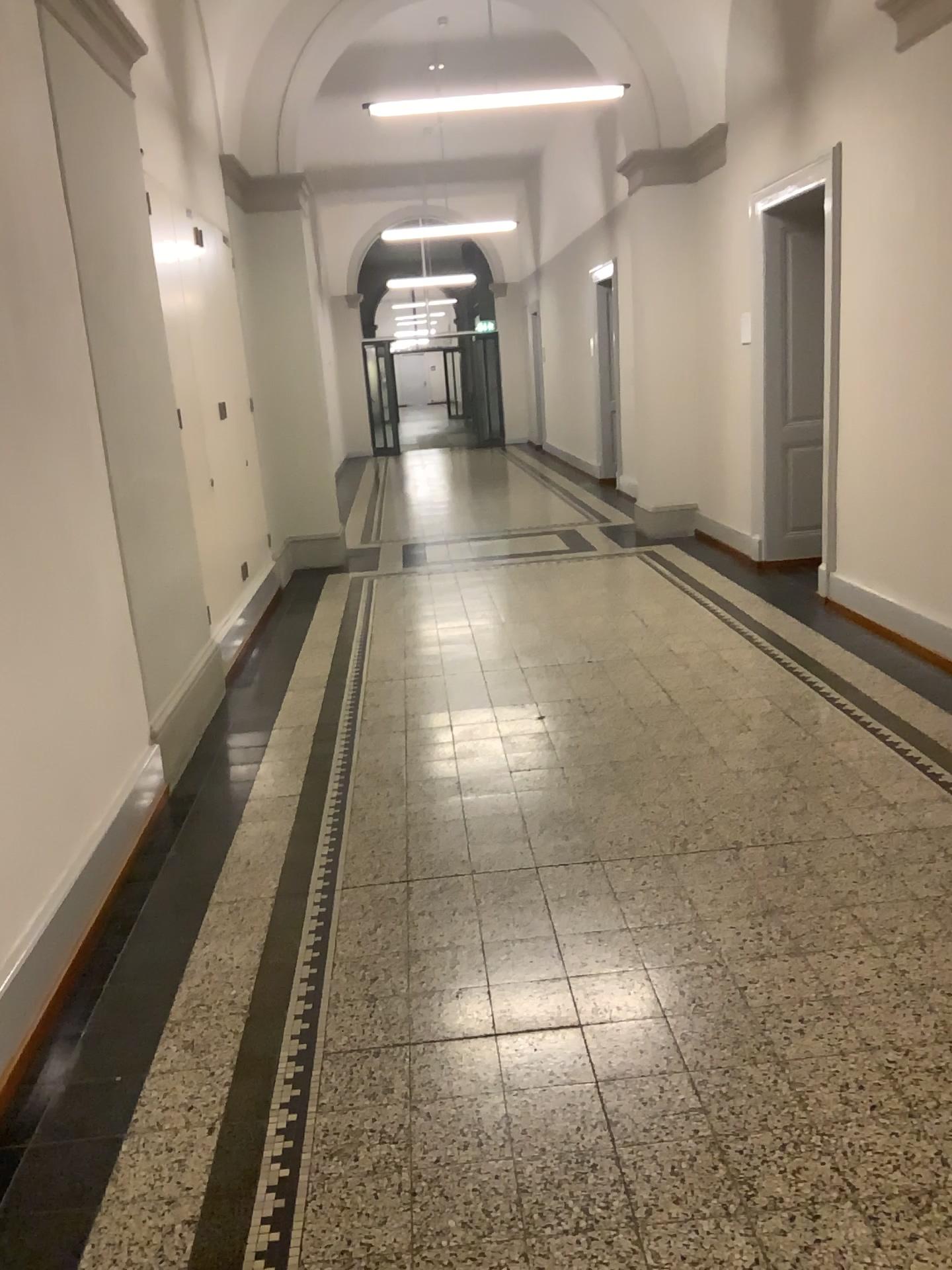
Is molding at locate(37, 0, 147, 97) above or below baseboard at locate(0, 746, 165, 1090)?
above

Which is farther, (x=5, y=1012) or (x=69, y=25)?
(x=69, y=25)

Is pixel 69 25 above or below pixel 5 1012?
above

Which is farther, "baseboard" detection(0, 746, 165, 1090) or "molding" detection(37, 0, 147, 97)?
"molding" detection(37, 0, 147, 97)

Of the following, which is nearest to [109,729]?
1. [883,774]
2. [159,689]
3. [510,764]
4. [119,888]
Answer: [119,888]
